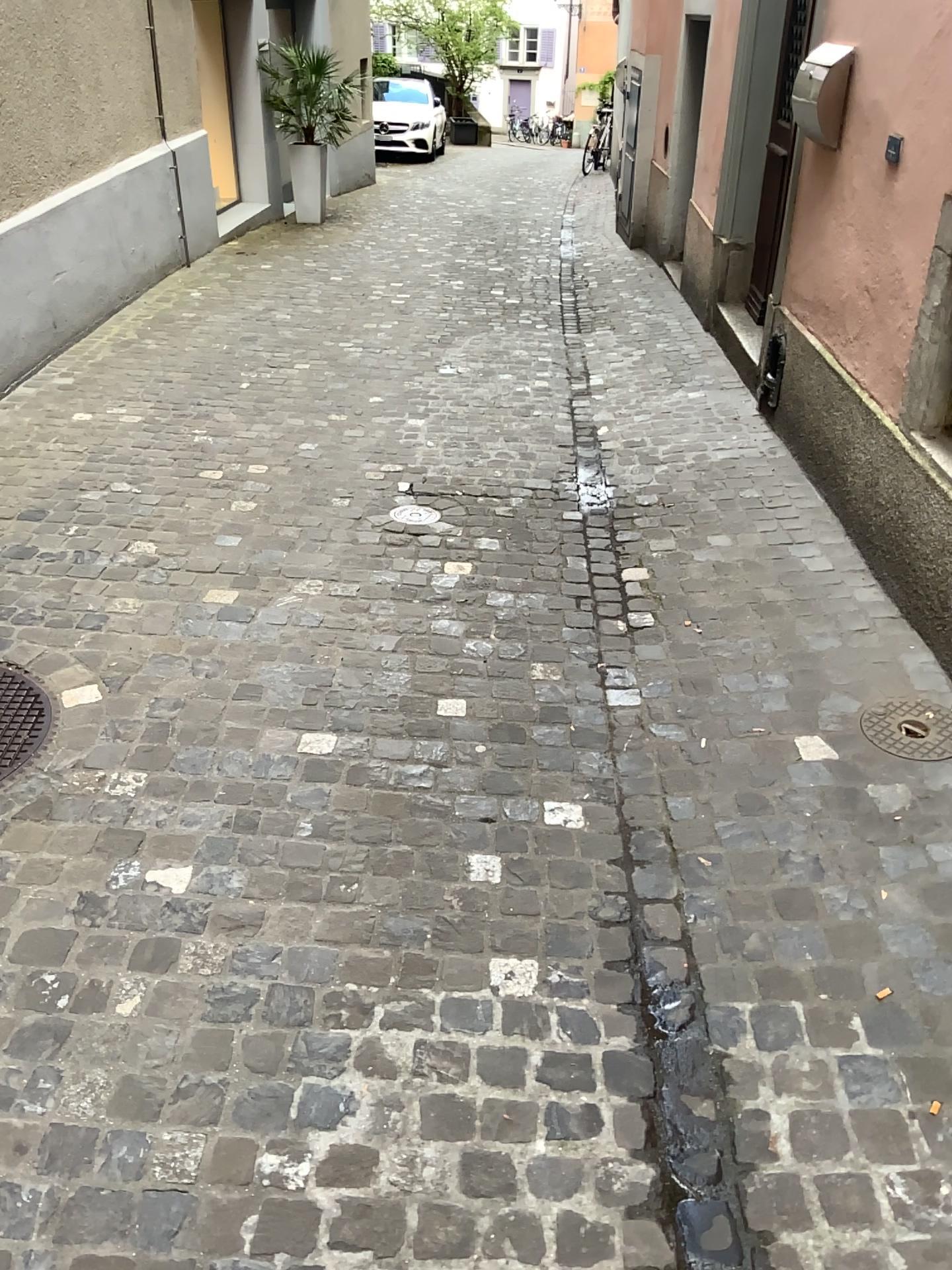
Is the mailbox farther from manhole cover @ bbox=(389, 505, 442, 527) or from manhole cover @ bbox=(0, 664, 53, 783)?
manhole cover @ bbox=(0, 664, 53, 783)

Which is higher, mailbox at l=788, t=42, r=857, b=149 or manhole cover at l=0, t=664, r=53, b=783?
mailbox at l=788, t=42, r=857, b=149

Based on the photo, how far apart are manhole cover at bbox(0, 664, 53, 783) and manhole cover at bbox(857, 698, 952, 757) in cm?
205

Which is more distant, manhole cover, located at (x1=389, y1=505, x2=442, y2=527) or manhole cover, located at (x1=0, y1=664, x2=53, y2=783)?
manhole cover, located at (x1=389, y1=505, x2=442, y2=527)

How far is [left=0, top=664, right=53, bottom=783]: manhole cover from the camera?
2.6m

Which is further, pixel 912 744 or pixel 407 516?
pixel 407 516

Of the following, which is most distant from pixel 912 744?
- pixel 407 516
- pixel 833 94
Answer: pixel 833 94

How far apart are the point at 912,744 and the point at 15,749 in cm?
218

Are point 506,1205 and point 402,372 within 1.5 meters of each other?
no

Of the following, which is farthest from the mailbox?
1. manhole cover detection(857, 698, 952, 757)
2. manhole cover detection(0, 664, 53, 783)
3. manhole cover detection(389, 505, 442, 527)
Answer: manhole cover detection(0, 664, 53, 783)
